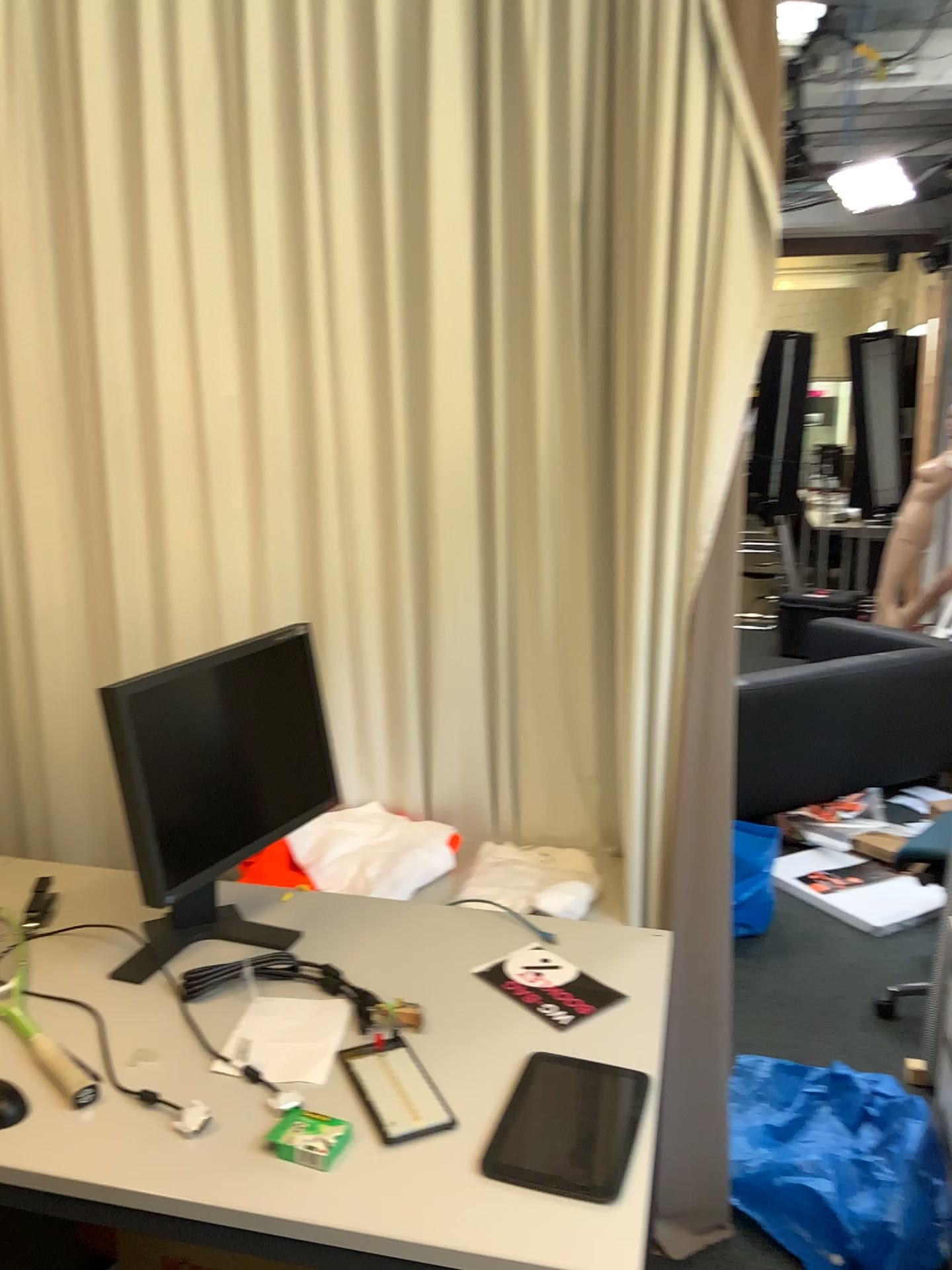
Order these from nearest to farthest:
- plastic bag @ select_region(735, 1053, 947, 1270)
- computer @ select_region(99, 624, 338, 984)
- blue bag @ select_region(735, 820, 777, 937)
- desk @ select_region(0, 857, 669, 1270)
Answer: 1. desk @ select_region(0, 857, 669, 1270)
2. computer @ select_region(99, 624, 338, 984)
3. plastic bag @ select_region(735, 1053, 947, 1270)
4. blue bag @ select_region(735, 820, 777, 937)

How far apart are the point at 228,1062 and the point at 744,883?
2.2 meters

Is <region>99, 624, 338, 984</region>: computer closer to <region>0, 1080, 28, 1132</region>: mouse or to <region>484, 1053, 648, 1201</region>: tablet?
<region>0, 1080, 28, 1132</region>: mouse

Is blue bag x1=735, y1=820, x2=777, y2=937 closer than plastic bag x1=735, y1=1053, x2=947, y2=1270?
No

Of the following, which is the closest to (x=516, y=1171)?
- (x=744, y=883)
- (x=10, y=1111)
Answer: (x=10, y=1111)

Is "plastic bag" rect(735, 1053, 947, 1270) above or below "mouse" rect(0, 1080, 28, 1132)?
below

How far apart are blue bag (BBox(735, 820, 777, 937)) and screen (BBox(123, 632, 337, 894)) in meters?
1.7 m

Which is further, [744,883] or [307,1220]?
[744,883]

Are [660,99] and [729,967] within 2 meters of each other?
no

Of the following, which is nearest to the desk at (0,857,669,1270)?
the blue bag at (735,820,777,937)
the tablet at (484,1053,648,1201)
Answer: the tablet at (484,1053,648,1201)
